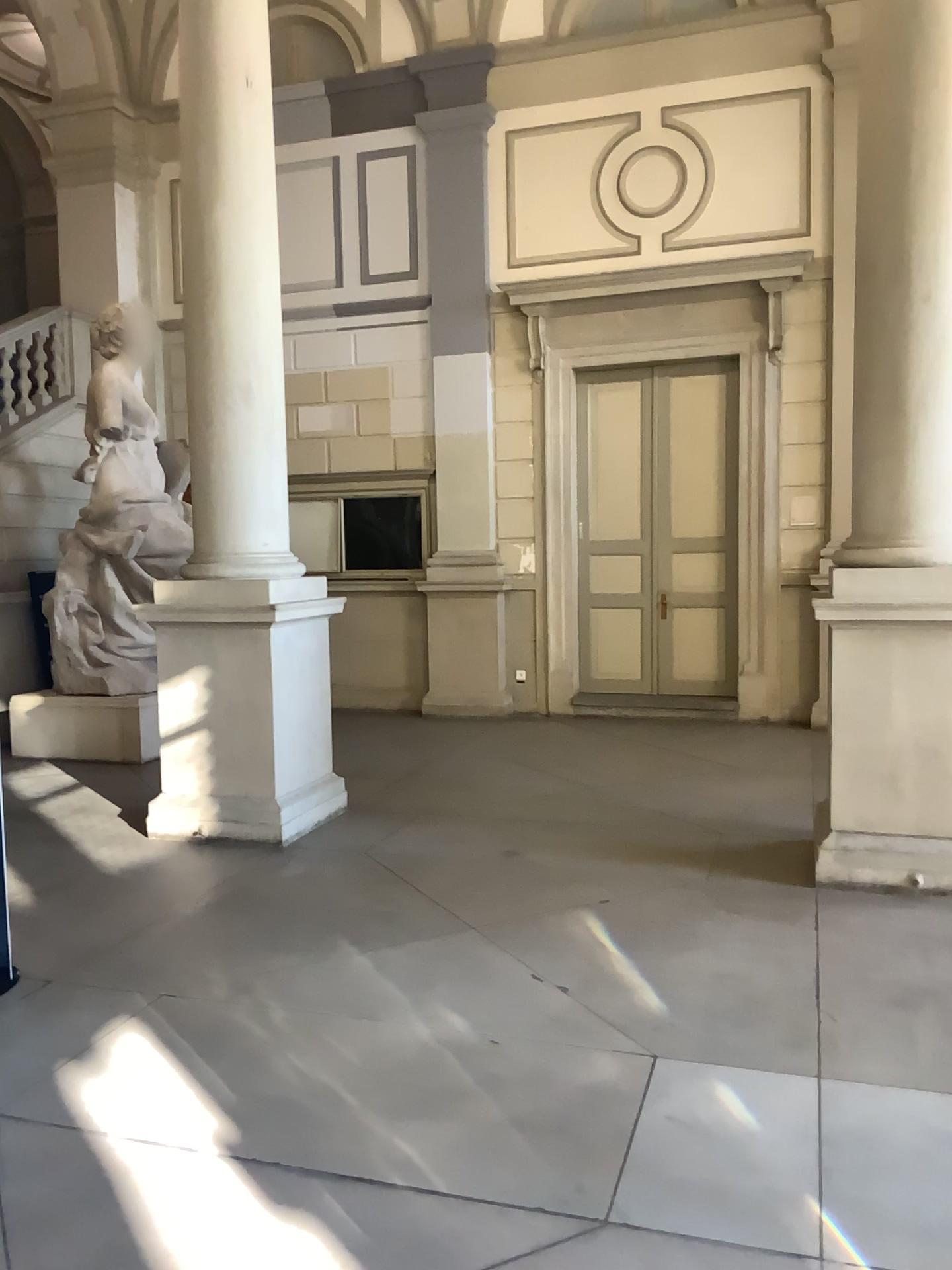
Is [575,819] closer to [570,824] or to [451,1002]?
[570,824]

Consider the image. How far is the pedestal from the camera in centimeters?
469cm

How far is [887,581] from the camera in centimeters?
469cm
